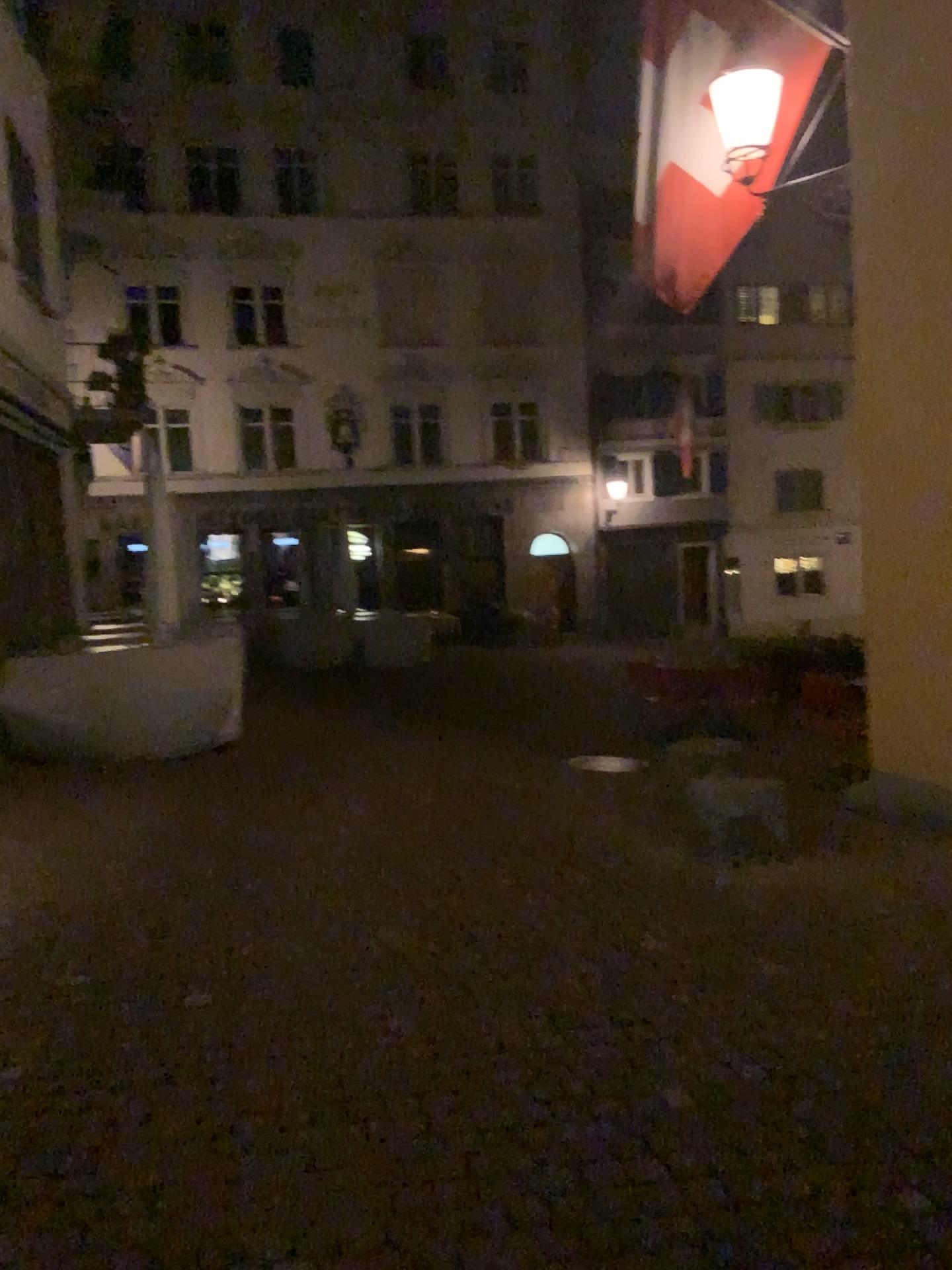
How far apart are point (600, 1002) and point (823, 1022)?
0.7m
